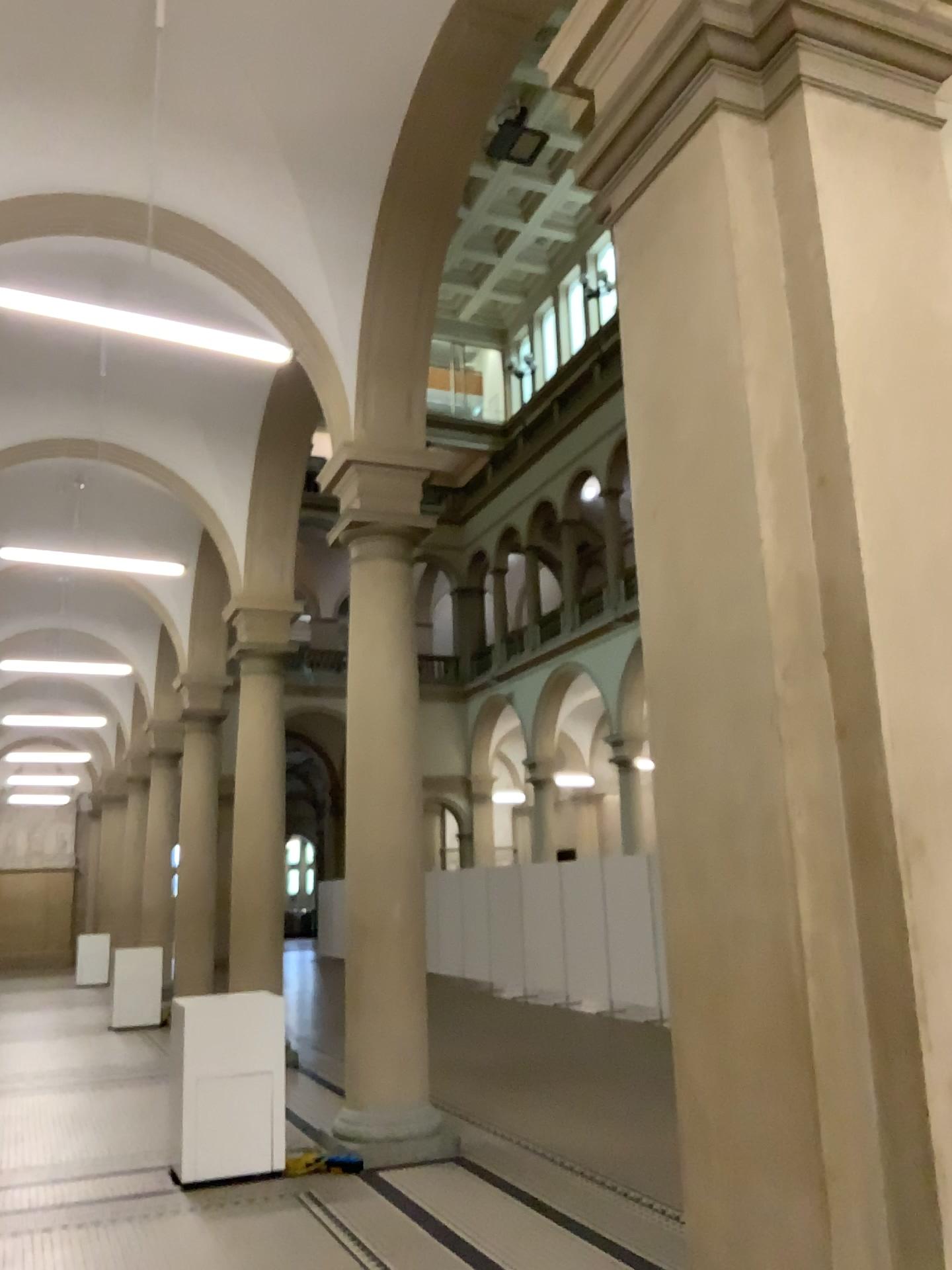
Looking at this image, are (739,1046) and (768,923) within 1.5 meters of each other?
yes
